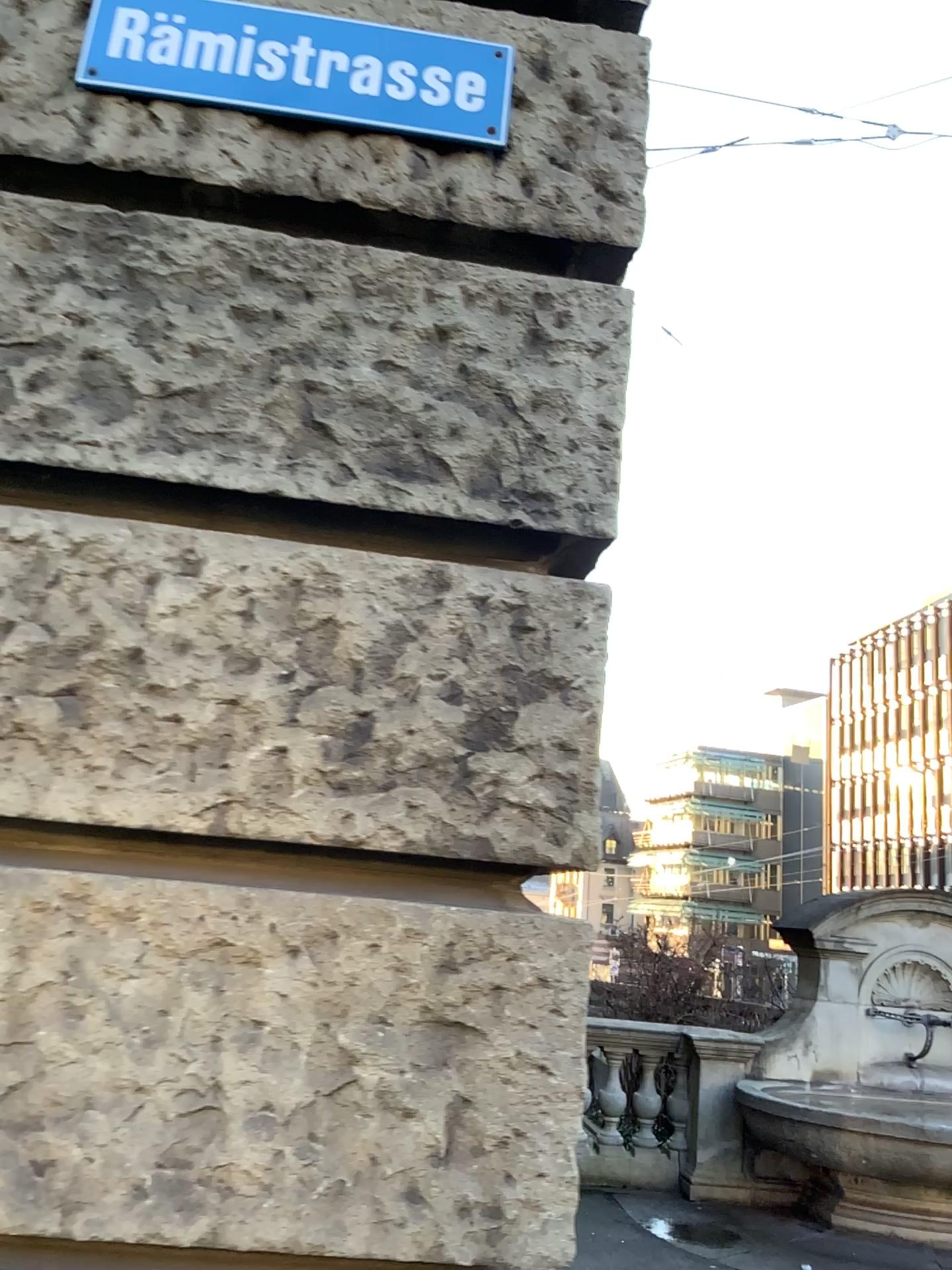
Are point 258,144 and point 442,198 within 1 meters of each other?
yes

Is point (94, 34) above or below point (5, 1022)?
above

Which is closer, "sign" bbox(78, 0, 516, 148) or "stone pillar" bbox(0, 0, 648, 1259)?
"stone pillar" bbox(0, 0, 648, 1259)

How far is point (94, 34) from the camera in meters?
1.7

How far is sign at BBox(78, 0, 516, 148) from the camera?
1.73m

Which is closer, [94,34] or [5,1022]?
[5,1022]
